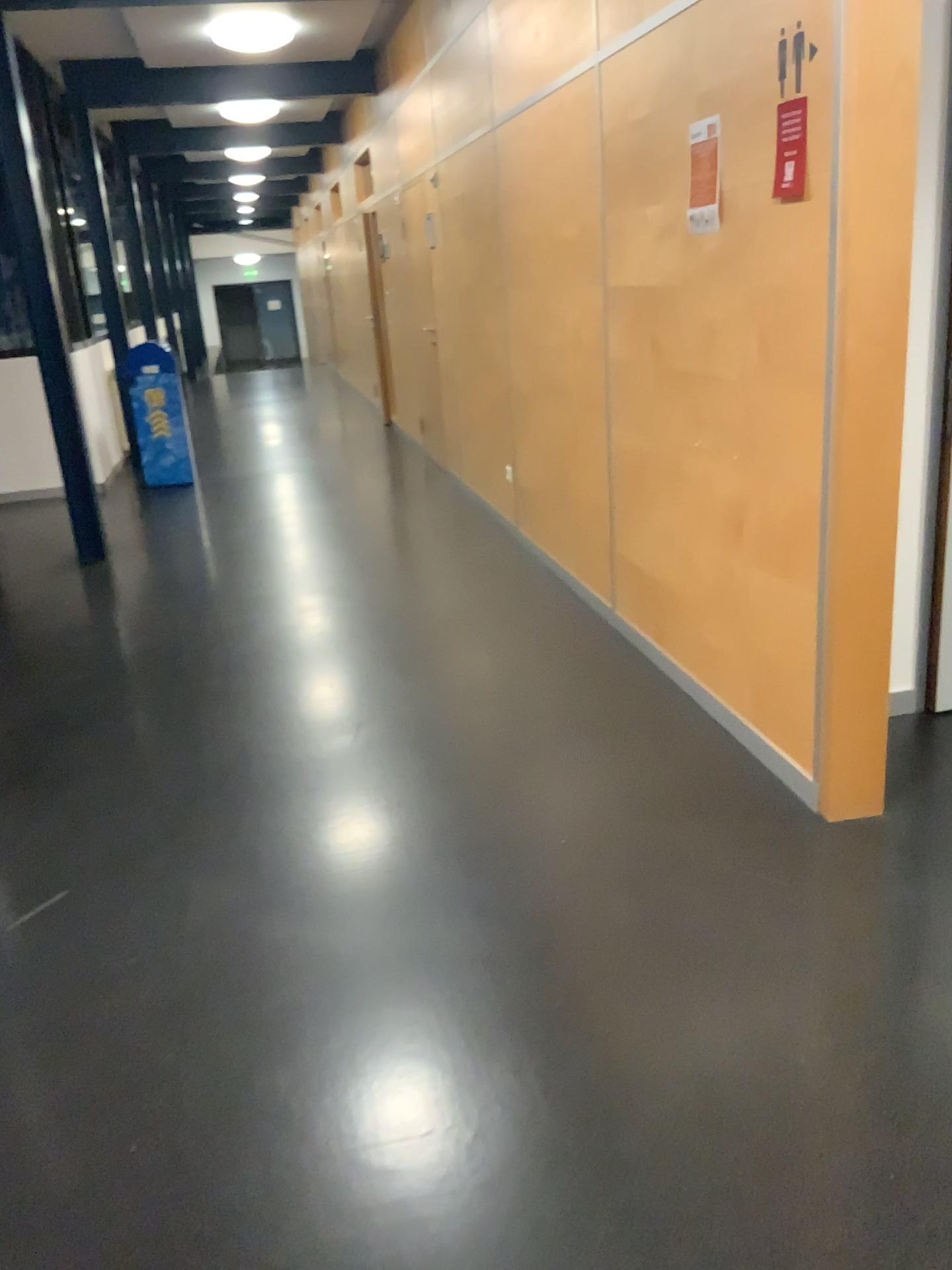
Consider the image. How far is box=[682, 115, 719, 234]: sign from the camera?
2.8 meters

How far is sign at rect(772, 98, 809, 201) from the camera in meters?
2.4 m

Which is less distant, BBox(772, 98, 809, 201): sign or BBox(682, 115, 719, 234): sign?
BBox(772, 98, 809, 201): sign

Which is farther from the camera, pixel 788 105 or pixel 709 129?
pixel 709 129

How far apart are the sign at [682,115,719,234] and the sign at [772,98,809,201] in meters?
0.4 m

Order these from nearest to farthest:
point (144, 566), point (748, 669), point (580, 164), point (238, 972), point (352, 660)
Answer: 1. point (238, 972)
2. point (748, 669)
3. point (580, 164)
4. point (352, 660)
5. point (144, 566)

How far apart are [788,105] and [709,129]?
0.4 meters

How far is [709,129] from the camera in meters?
2.8 m
